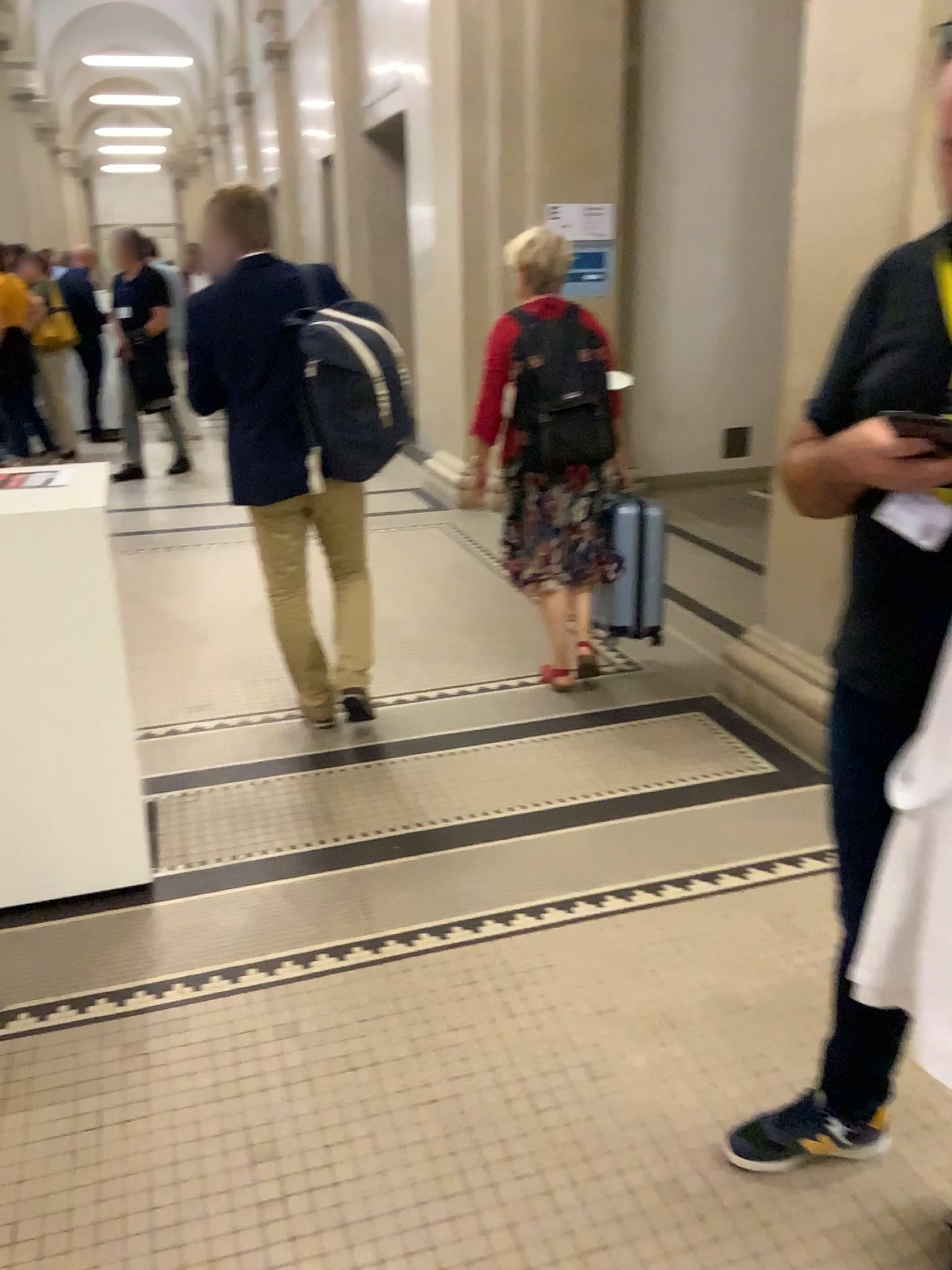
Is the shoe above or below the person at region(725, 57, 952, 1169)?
below

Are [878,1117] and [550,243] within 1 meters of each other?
no

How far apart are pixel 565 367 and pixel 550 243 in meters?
0.5

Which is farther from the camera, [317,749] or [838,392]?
[317,749]

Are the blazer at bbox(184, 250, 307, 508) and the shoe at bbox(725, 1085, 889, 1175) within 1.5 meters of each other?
no

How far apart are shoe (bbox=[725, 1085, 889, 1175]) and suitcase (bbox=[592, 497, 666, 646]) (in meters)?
2.18

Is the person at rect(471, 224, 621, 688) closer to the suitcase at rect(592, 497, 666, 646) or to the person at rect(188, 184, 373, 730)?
the suitcase at rect(592, 497, 666, 646)

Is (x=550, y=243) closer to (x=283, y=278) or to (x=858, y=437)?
(x=283, y=278)

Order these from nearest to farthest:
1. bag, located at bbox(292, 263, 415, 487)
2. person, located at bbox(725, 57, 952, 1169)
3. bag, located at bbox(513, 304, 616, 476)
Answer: person, located at bbox(725, 57, 952, 1169) < bag, located at bbox(292, 263, 415, 487) < bag, located at bbox(513, 304, 616, 476)

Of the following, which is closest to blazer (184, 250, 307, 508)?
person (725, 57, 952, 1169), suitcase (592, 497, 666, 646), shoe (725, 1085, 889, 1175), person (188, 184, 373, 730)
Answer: person (188, 184, 373, 730)
